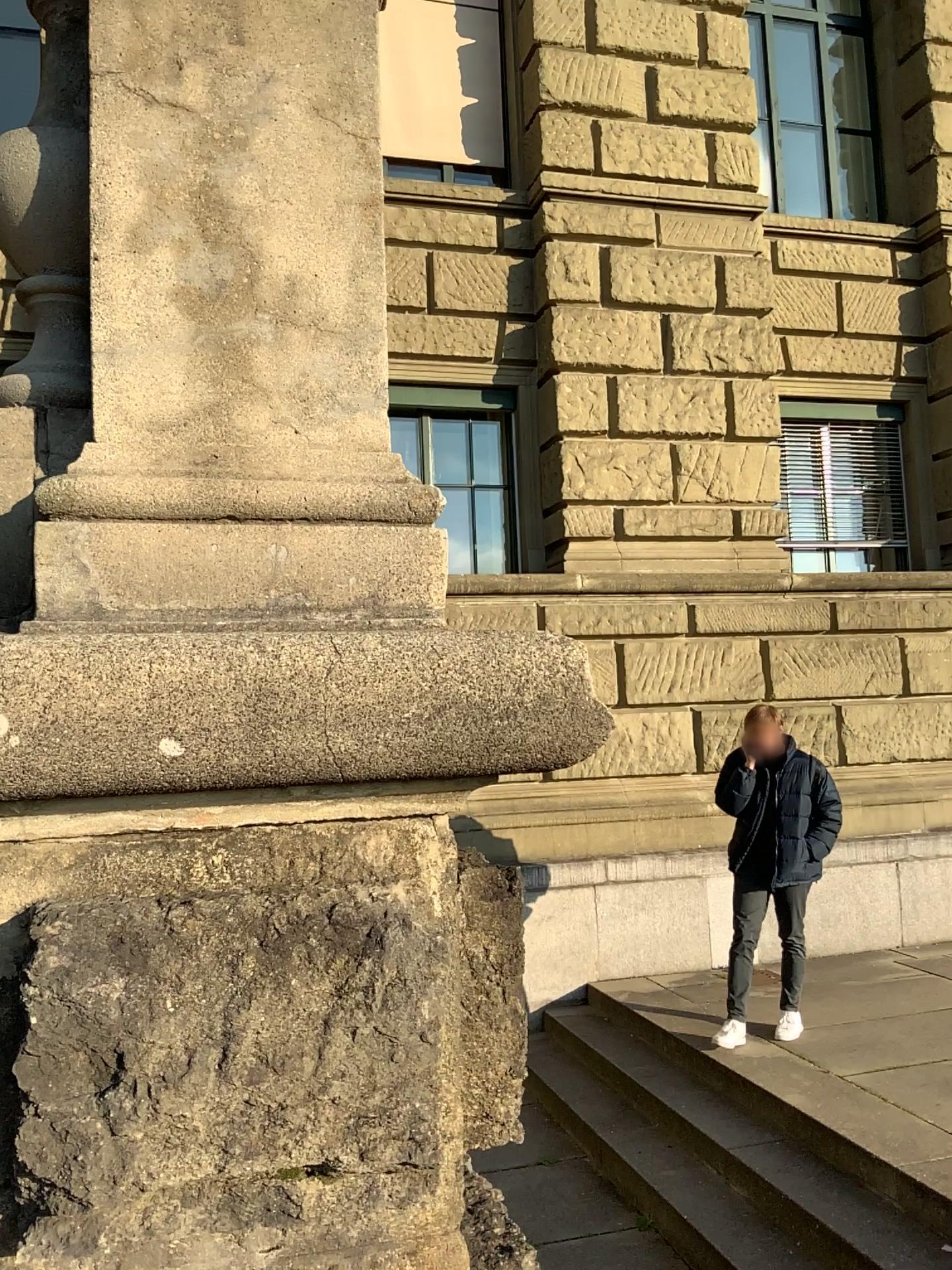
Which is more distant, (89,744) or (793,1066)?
(793,1066)
